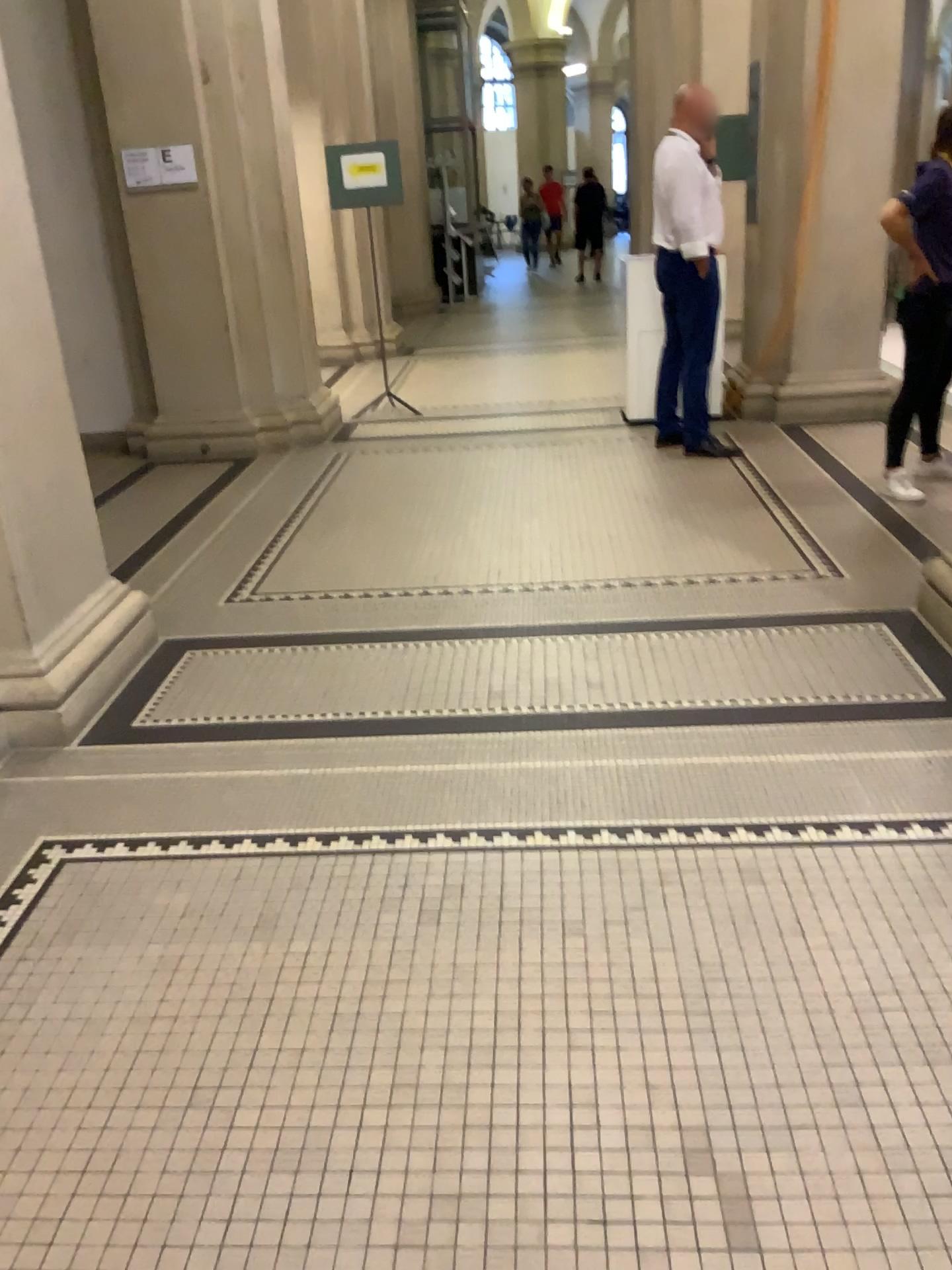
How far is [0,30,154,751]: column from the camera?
3.1m

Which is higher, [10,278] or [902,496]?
[10,278]

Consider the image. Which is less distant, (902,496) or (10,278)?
(10,278)

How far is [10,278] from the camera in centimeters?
311cm

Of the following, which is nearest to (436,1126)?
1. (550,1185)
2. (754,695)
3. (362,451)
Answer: (550,1185)

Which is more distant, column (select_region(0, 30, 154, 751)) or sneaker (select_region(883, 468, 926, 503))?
sneaker (select_region(883, 468, 926, 503))
